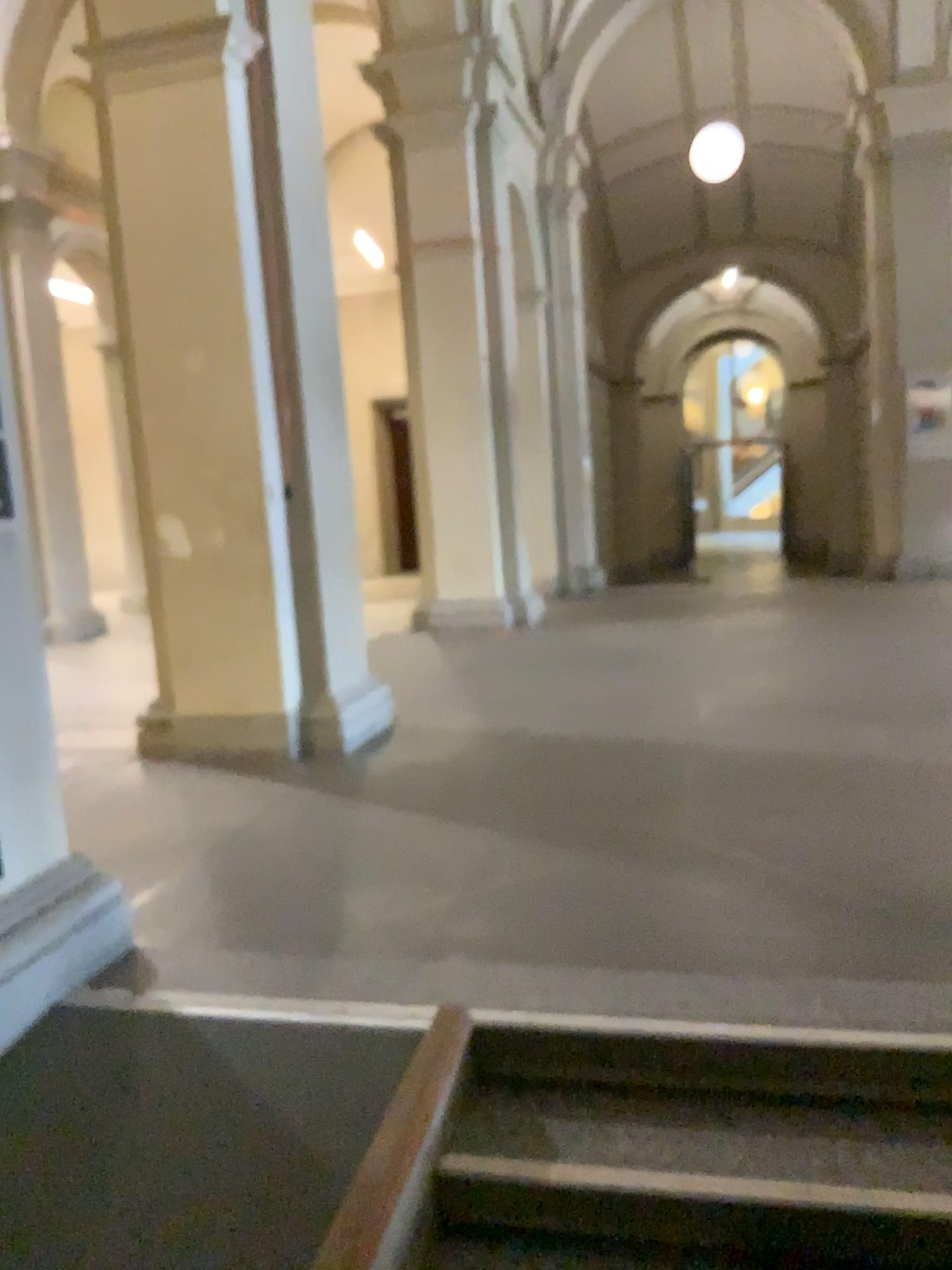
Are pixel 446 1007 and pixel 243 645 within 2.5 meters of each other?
no

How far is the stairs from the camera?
1.97m

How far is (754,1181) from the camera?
2.0 meters
